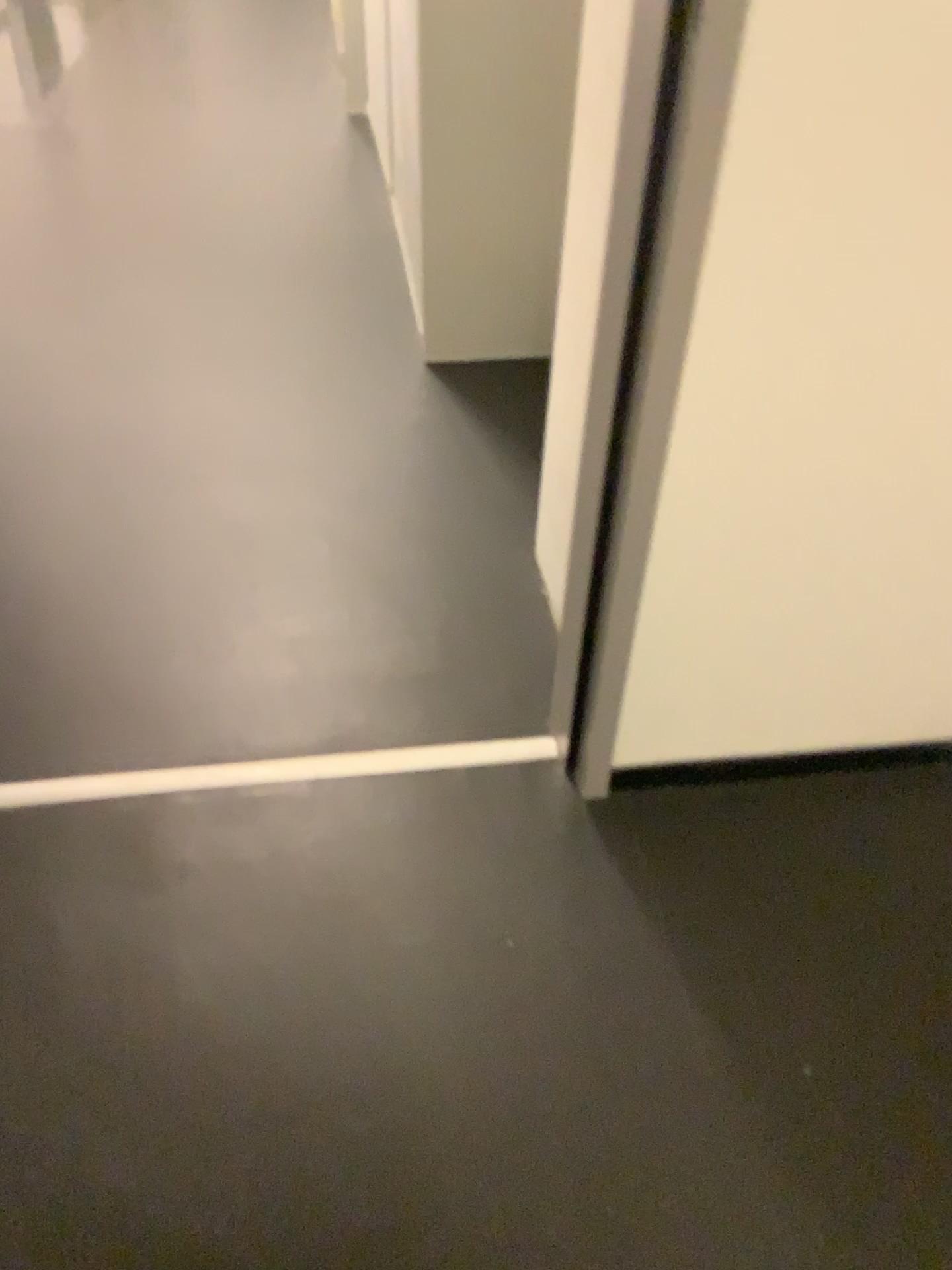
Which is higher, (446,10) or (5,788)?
(446,10)

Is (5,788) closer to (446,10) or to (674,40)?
(674,40)

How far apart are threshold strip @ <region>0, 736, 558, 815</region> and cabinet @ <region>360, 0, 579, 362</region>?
1.19m

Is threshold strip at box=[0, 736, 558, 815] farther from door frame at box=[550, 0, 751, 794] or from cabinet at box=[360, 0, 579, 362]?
cabinet at box=[360, 0, 579, 362]

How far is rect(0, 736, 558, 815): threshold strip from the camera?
1.43m

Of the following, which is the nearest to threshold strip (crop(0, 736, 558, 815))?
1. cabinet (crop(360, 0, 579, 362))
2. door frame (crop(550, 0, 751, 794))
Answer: door frame (crop(550, 0, 751, 794))

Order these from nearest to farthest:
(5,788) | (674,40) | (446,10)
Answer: (674,40) → (5,788) → (446,10)

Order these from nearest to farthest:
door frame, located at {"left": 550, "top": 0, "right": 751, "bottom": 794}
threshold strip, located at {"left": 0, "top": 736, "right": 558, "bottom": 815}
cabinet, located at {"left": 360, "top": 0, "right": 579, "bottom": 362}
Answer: door frame, located at {"left": 550, "top": 0, "right": 751, "bottom": 794} < threshold strip, located at {"left": 0, "top": 736, "right": 558, "bottom": 815} < cabinet, located at {"left": 360, "top": 0, "right": 579, "bottom": 362}

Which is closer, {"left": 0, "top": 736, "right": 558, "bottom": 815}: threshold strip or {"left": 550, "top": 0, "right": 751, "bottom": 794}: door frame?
{"left": 550, "top": 0, "right": 751, "bottom": 794}: door frame

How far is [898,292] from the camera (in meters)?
1.02
